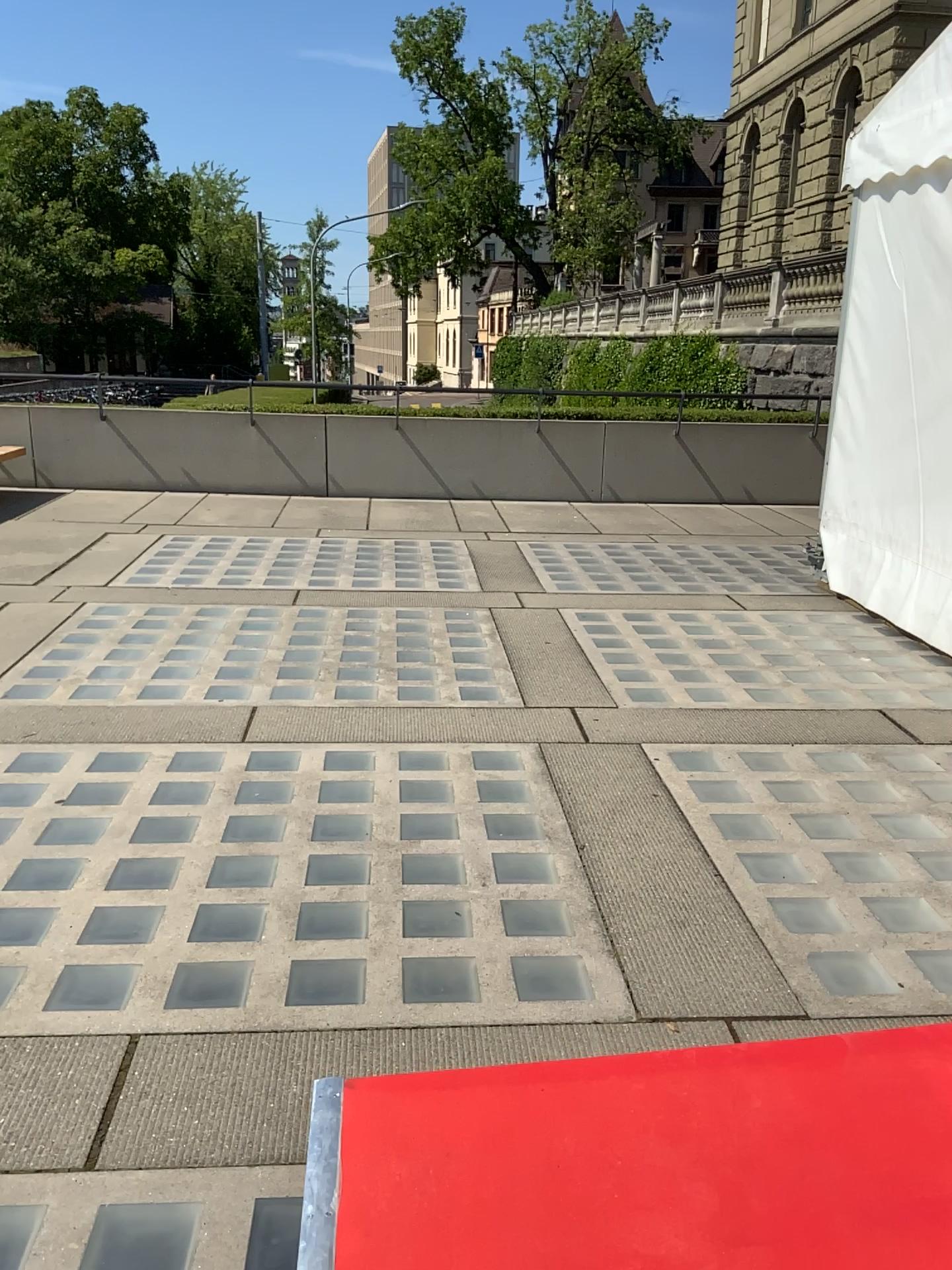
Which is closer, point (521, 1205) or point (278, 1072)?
point (521, 1205)
